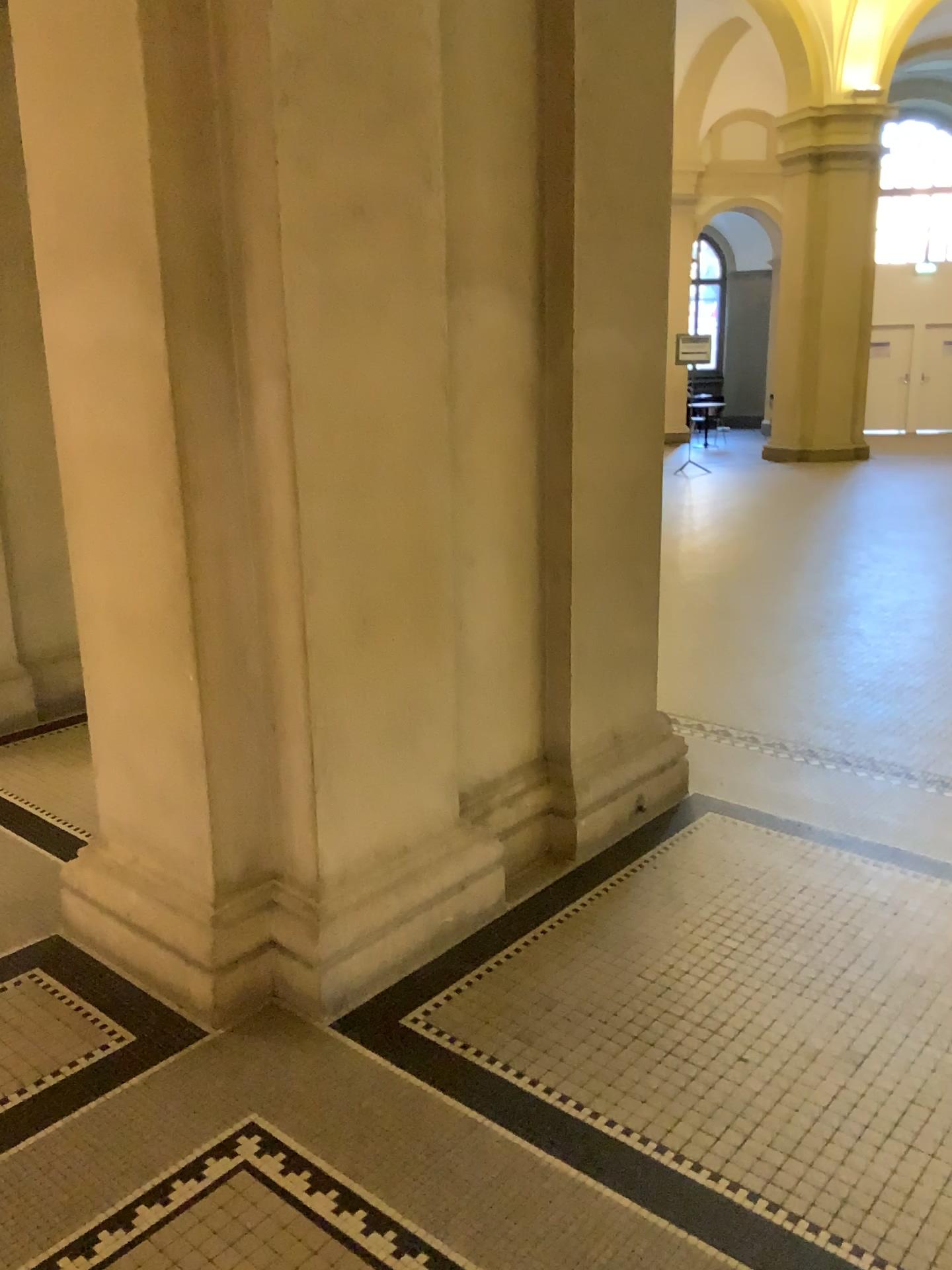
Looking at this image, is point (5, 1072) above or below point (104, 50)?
below

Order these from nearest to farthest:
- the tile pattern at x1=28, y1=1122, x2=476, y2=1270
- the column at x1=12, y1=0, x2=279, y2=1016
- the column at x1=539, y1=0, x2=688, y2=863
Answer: the tile pattern at x1=28, y1=1122, x2=476, y2=1270, the column at x1=12, y1=0, x2=279, y2=1016, the column at x1=539, y1=0, x2=688, y2=863

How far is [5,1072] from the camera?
2.4m

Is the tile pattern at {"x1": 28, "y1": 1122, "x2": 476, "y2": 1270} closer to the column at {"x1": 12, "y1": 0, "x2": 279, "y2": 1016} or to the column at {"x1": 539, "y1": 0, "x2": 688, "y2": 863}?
the column at {"x1": 12, "y1": 0, "x2": 279, "y2": 1016}

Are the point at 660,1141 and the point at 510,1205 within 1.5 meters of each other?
yes

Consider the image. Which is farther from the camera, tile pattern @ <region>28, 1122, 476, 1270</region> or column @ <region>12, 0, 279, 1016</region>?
column @ <region>12, 0, 279, 1016</region>

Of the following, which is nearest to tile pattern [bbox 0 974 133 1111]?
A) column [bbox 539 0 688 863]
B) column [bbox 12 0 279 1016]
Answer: column [bbox 12 0 279 1016]

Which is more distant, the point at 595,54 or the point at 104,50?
the point at 595,54

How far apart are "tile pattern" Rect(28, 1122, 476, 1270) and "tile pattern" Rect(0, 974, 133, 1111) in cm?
44

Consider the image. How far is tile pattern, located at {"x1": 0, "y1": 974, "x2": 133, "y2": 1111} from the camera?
2.4 meters
